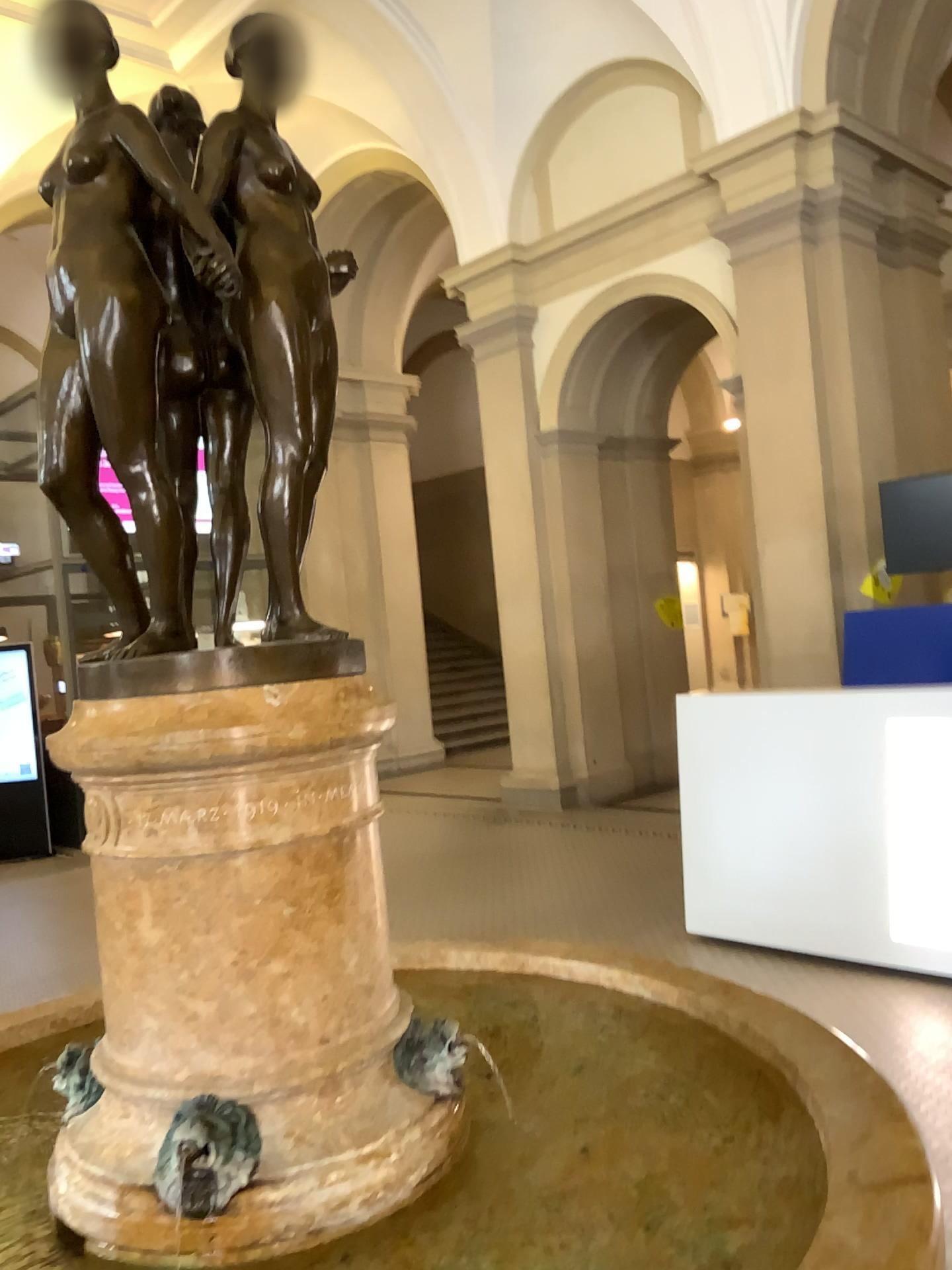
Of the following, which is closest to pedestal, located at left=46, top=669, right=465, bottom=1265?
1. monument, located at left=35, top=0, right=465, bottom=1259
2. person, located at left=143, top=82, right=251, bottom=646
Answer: monument, located at left=35, top=0, right=465, bottom=1259

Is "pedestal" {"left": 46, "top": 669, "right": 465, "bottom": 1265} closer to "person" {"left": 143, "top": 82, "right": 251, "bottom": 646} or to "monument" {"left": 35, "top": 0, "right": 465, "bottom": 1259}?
"monument" {"left": 35, "top": 0, "right": 465, "bottom": 1259}

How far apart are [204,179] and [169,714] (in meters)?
0.81

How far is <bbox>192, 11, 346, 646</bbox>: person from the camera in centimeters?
159cm

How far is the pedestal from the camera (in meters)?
Answer: 1.46

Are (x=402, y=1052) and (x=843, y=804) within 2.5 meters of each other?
no

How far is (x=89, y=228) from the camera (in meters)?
1.50

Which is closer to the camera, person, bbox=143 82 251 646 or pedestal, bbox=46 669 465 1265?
pedestal, bbox=46 669 465 1265

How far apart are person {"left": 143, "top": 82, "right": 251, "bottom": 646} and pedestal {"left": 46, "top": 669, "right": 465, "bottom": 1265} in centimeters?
26cm

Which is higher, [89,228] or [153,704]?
[89,228]
